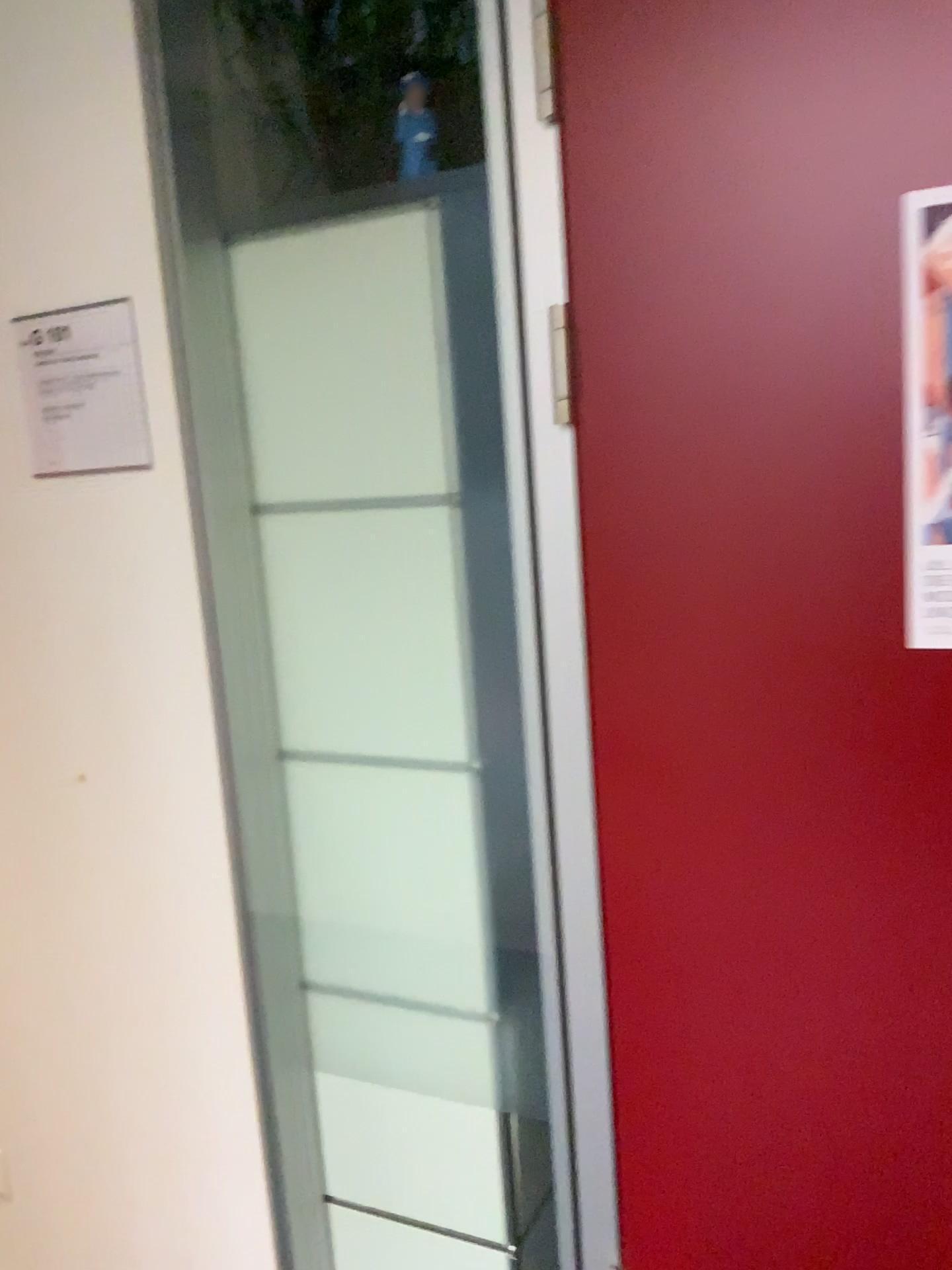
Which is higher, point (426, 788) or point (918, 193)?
point (918, 193)

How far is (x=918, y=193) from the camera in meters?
1.0 m

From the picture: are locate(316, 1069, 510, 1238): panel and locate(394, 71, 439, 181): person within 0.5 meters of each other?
no

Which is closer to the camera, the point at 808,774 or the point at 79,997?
the point at 808,774

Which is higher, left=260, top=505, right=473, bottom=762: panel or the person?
the person

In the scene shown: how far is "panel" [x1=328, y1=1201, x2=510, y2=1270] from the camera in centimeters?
154cm

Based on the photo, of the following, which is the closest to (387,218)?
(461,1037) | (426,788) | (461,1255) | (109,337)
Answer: (109,337)

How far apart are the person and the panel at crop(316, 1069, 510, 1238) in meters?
1.3

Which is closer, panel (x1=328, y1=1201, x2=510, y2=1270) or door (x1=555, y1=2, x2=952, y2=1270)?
door (x1=555, y1=2, x2=952, y2=1270)

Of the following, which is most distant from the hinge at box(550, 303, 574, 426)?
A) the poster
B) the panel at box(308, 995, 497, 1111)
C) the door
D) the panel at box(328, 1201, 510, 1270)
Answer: the panel at box(328, 1201, 510, 1270)
